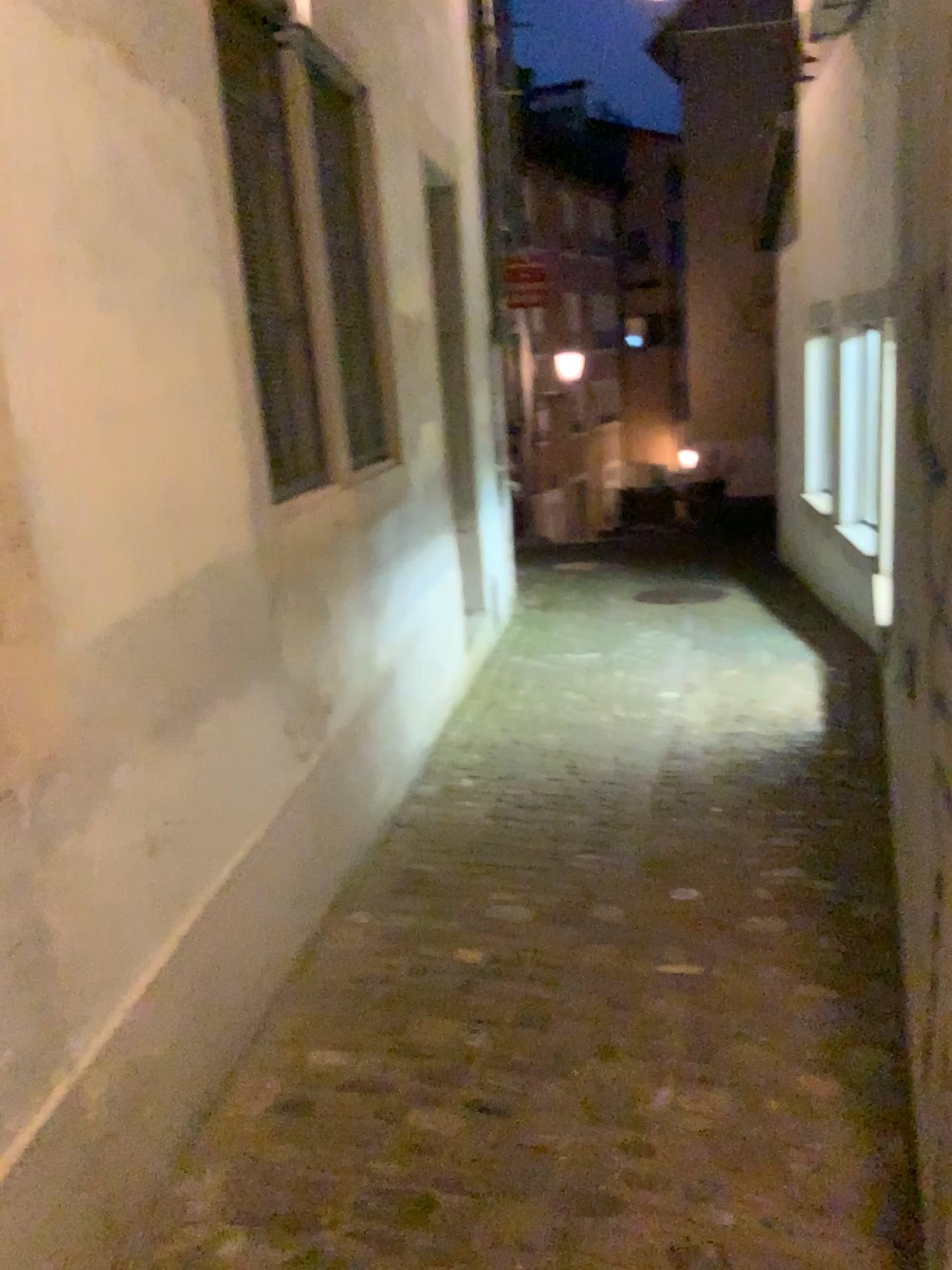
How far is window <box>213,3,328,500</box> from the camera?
2.67m

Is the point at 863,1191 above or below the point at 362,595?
below

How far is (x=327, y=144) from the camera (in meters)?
3.64

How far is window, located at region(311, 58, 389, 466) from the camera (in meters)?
3.64

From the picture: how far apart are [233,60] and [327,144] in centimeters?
100cm

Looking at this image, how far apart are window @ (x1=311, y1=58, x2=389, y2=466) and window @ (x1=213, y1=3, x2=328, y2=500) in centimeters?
54cm

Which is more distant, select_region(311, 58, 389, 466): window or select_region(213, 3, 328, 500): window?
select_region(311, 58, 389, 466): window

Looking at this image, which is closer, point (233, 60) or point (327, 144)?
point (233, 60)
